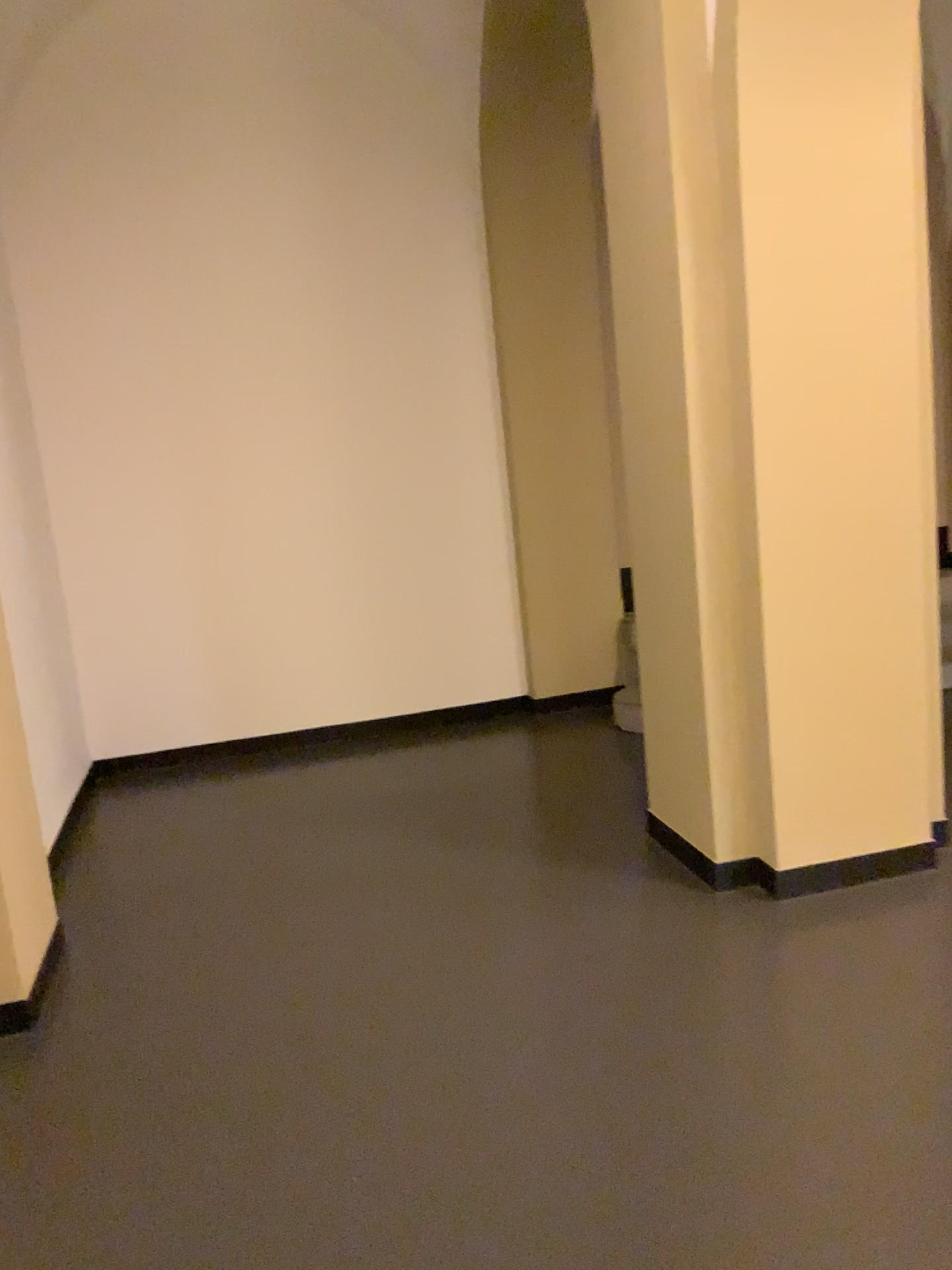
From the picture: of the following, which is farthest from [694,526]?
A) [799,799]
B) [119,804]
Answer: [119,804]

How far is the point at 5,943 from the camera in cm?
282

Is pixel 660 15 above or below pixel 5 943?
above

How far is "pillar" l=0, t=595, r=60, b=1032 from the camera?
2.8m
